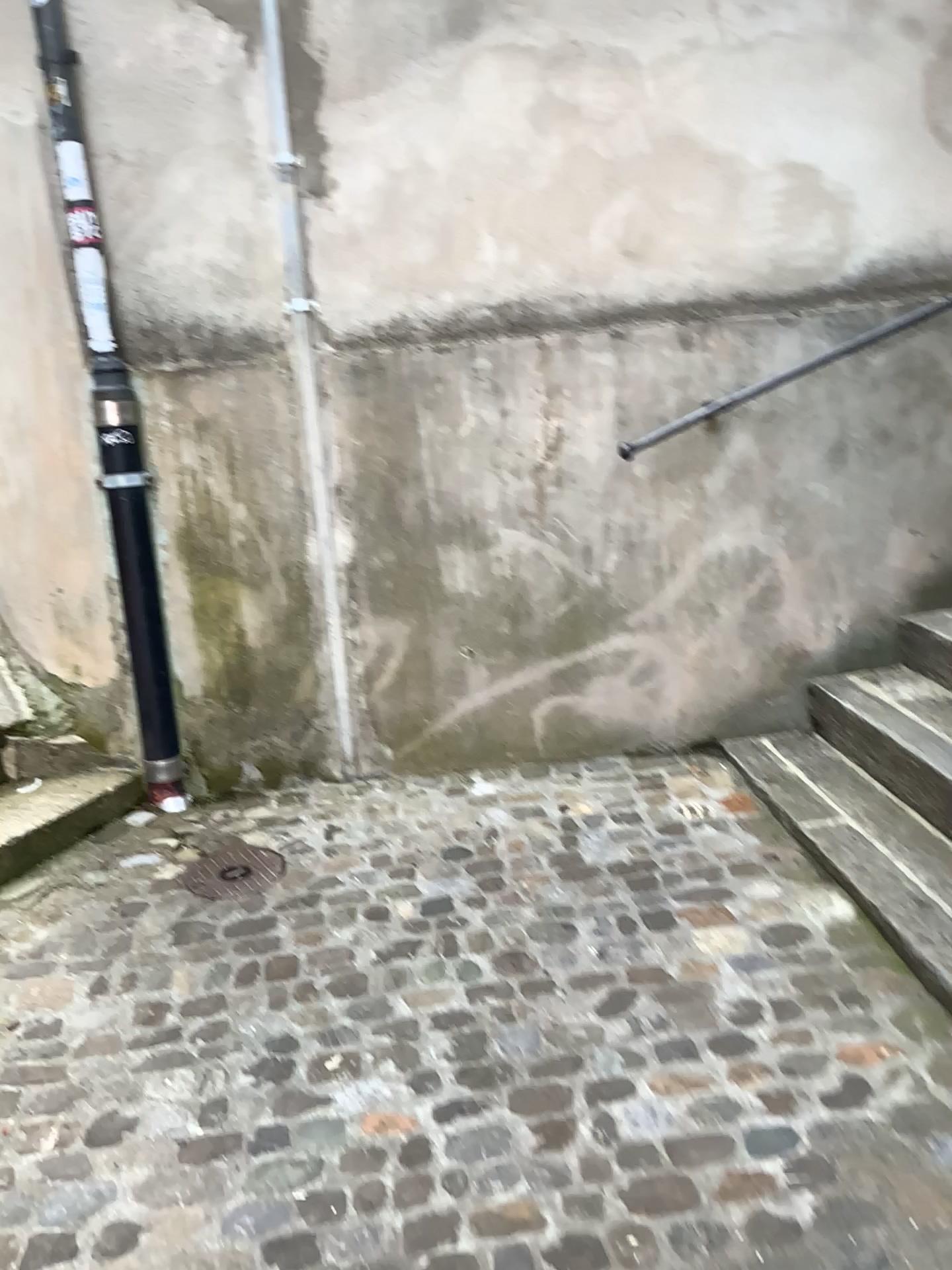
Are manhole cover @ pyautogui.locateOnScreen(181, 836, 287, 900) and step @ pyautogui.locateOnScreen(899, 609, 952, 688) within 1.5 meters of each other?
no

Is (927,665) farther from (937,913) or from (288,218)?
(288,218)

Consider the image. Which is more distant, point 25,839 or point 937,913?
point 25,839

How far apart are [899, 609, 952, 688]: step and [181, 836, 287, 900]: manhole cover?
1.89m

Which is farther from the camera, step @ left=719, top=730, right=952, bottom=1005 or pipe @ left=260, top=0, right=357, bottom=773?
pipe @ left=260, top=0, right=357, bottom=773

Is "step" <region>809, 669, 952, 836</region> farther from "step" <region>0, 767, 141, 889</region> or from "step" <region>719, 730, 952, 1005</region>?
"step" <region>0, 767, 141, 889</region>

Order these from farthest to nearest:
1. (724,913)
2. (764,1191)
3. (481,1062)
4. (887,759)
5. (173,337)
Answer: (173,337) → (887,759) → (724,913) → (481,1062) → (764,1191)

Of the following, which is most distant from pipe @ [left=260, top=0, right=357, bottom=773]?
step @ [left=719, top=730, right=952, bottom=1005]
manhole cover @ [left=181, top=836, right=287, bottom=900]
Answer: step @ [left=719, top=730, right=952, bottom=1005]

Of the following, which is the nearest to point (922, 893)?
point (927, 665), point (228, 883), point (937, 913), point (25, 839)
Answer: point (937, 913)

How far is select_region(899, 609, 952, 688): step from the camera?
3.04m
